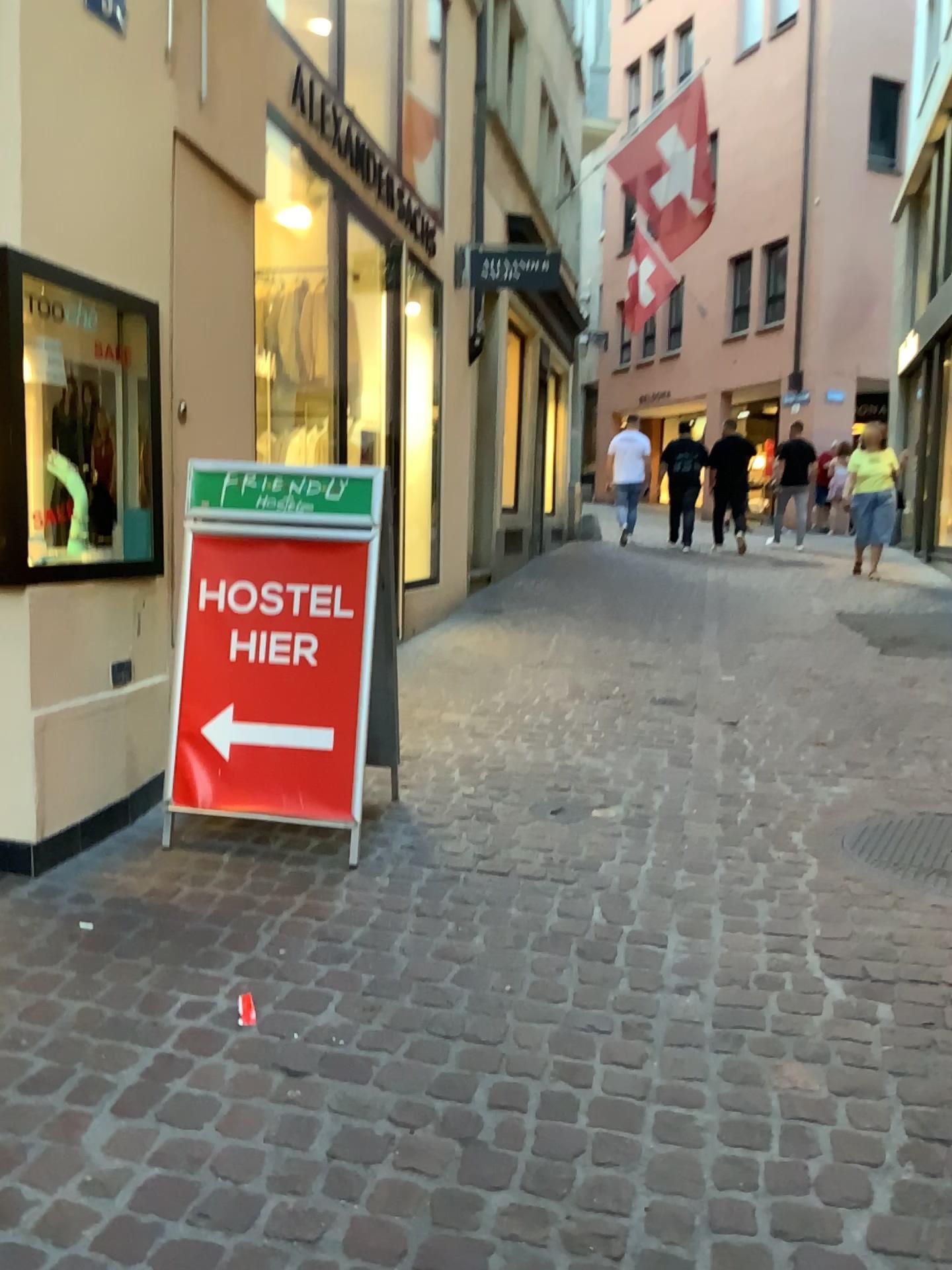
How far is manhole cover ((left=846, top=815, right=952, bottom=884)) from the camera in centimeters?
306cm

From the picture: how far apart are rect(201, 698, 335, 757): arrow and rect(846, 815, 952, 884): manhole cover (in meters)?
1.63

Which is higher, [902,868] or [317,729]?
[317,729]

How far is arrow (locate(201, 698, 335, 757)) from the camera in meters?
3.2 m

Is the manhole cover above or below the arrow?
below

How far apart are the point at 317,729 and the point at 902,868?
1.76m

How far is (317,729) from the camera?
3.2 meters

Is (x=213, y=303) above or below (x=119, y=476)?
above
